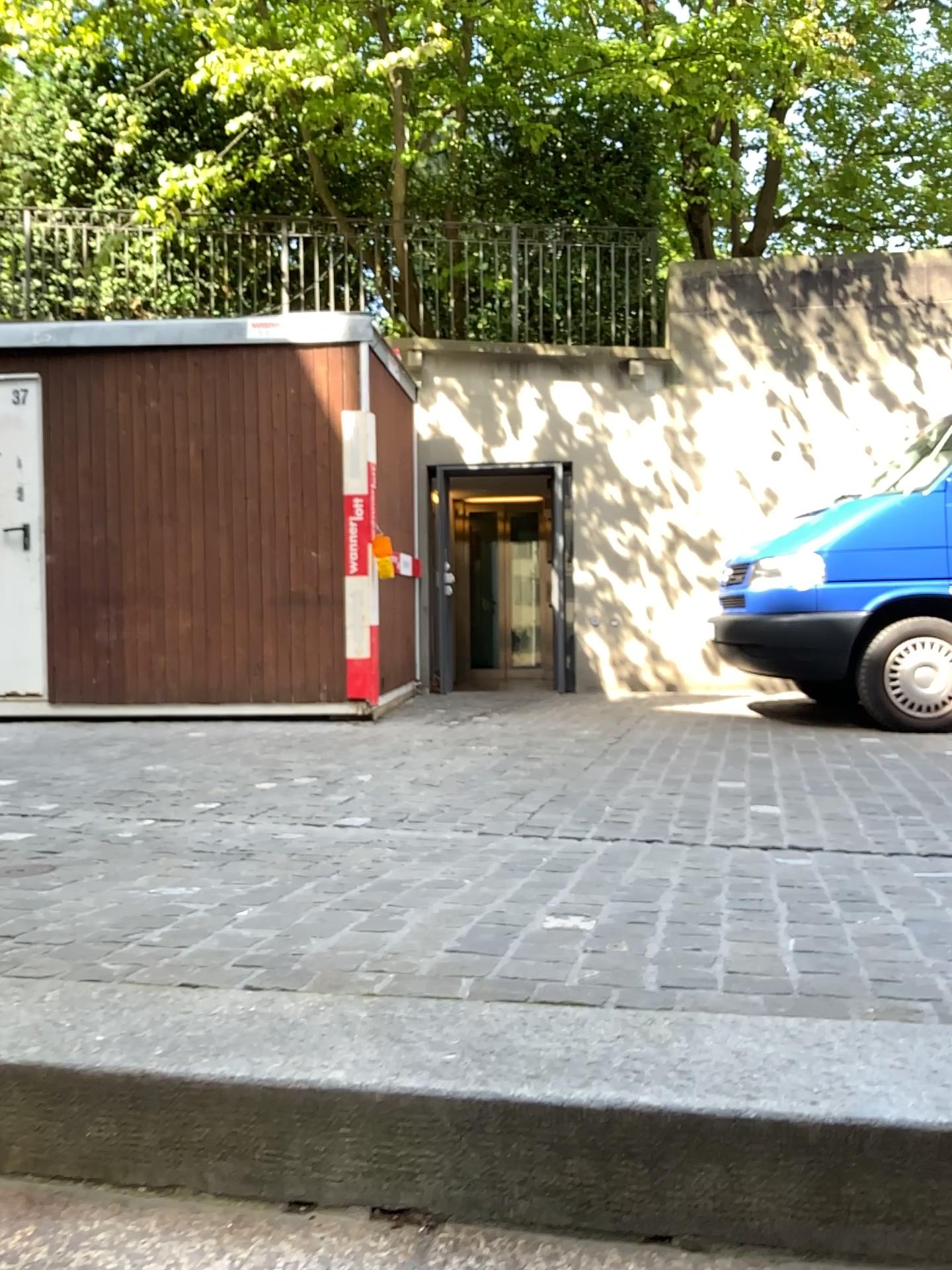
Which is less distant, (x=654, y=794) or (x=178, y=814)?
(x=178, y=814)
